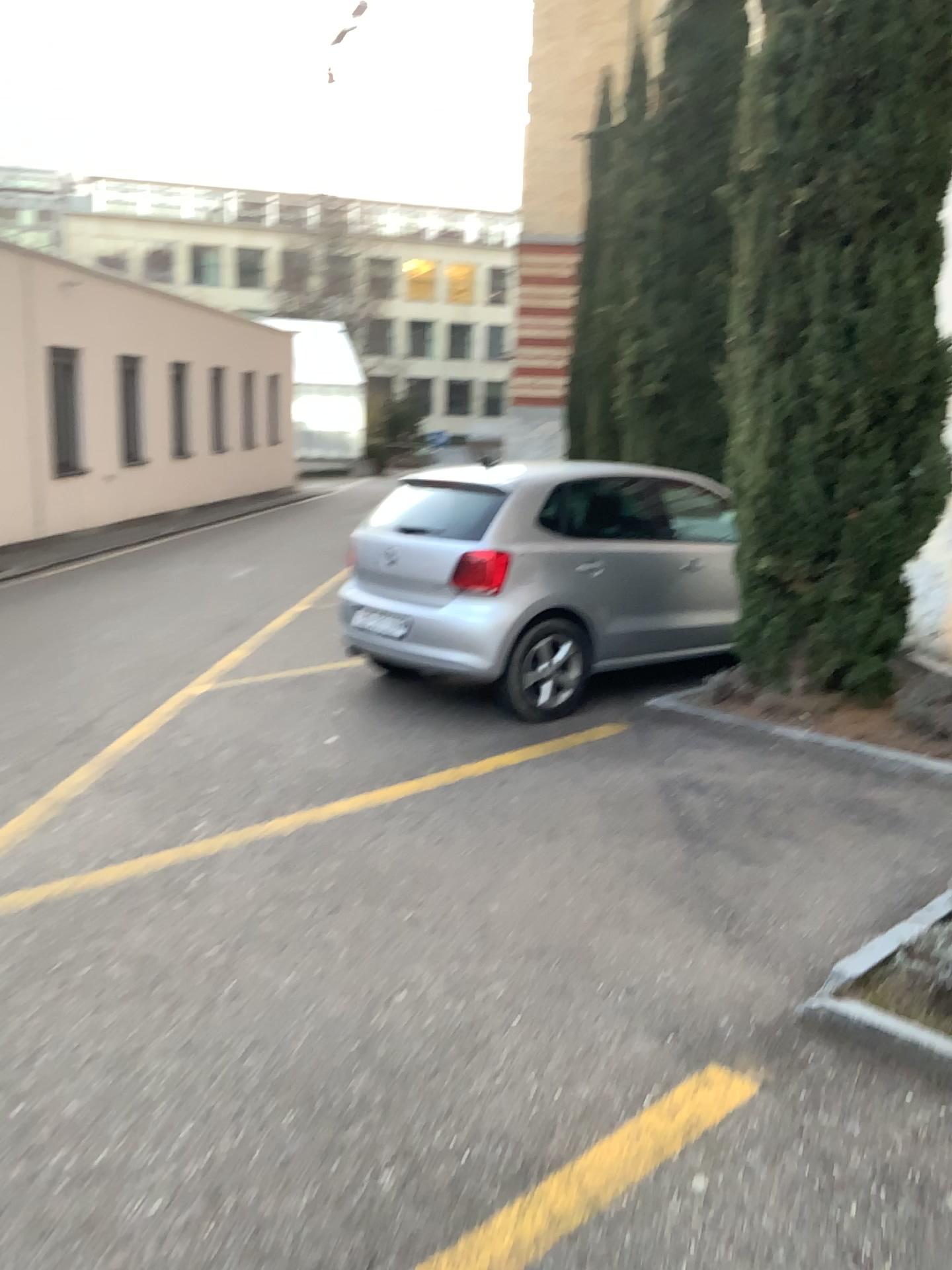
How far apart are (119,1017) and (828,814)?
3.2m
